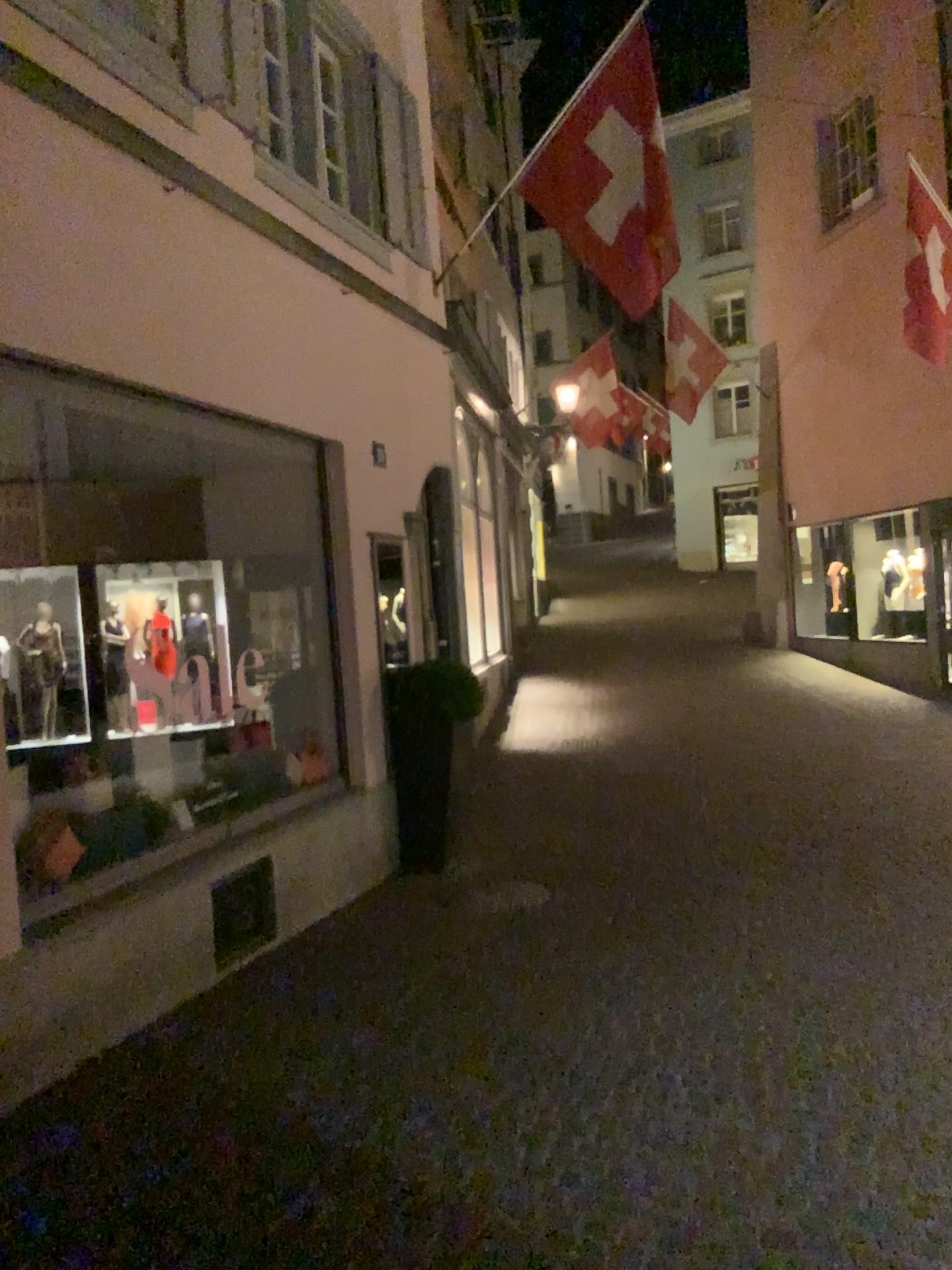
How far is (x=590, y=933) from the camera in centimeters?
540cm
